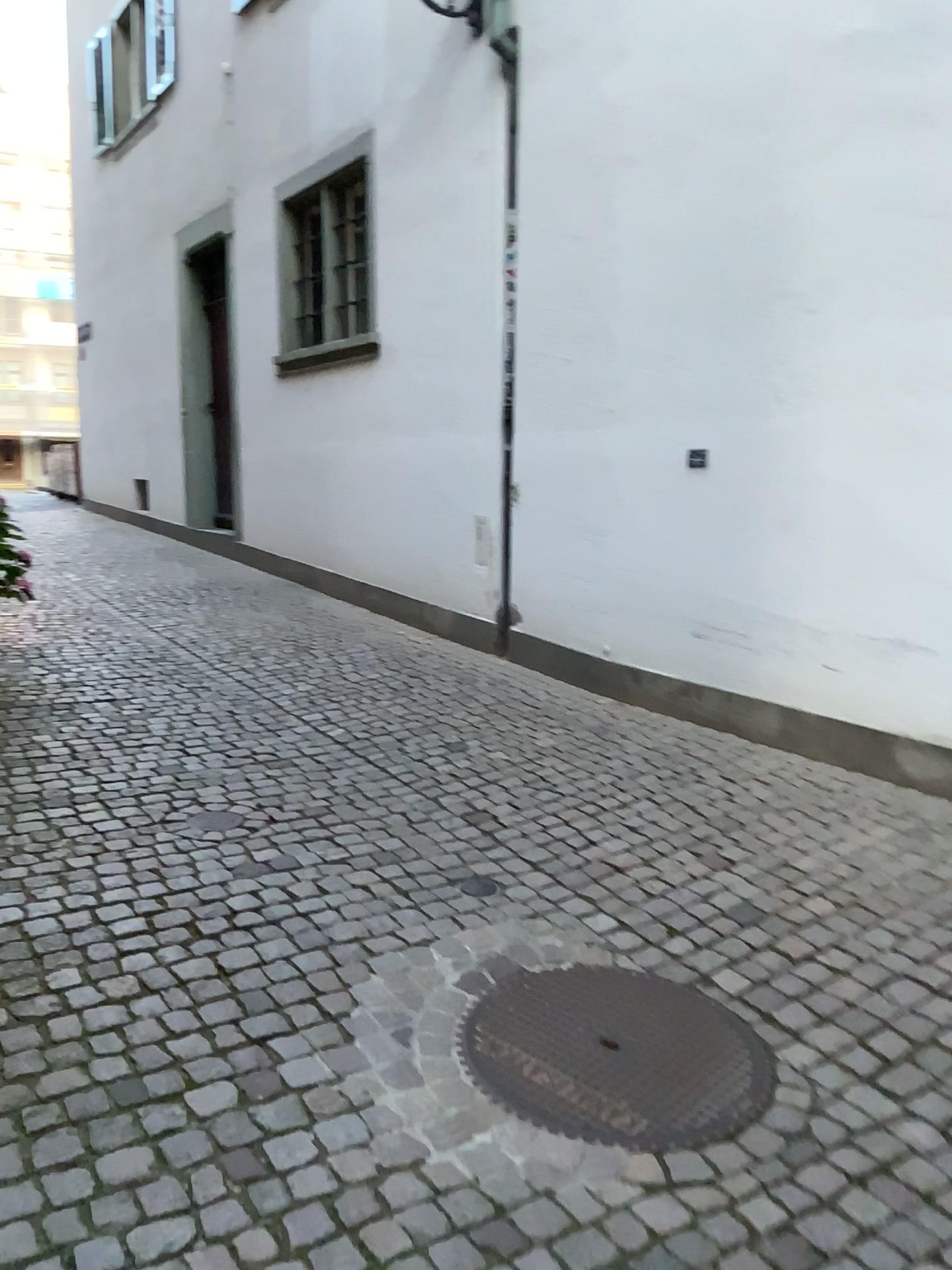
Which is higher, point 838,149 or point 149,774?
point 838,149

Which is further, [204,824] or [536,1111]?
[204,824]

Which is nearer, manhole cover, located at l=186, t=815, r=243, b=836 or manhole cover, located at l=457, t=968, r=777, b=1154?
manhole cover, located at l=457, t=968, r=777, b=1154
